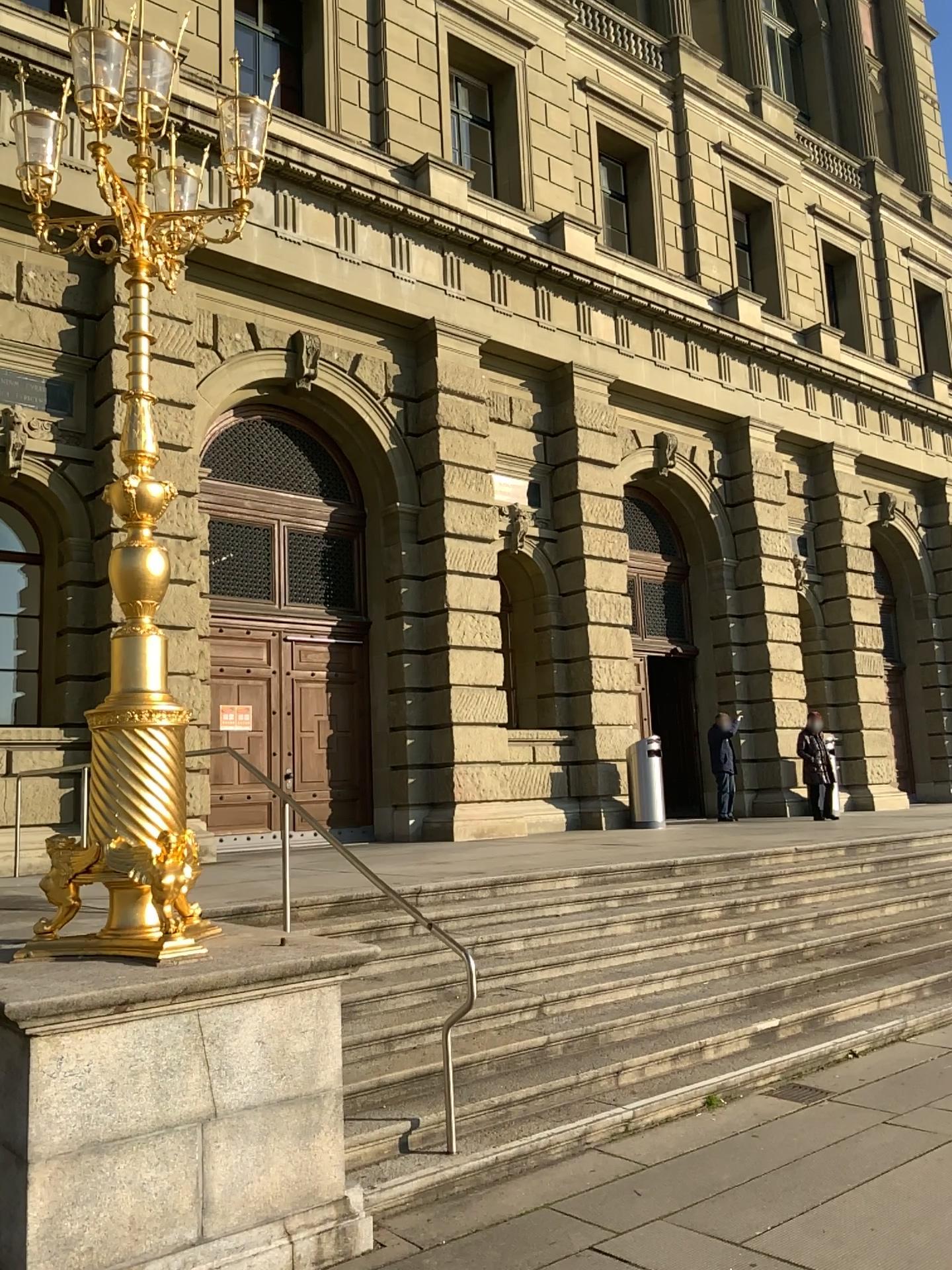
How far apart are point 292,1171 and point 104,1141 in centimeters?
76cm
